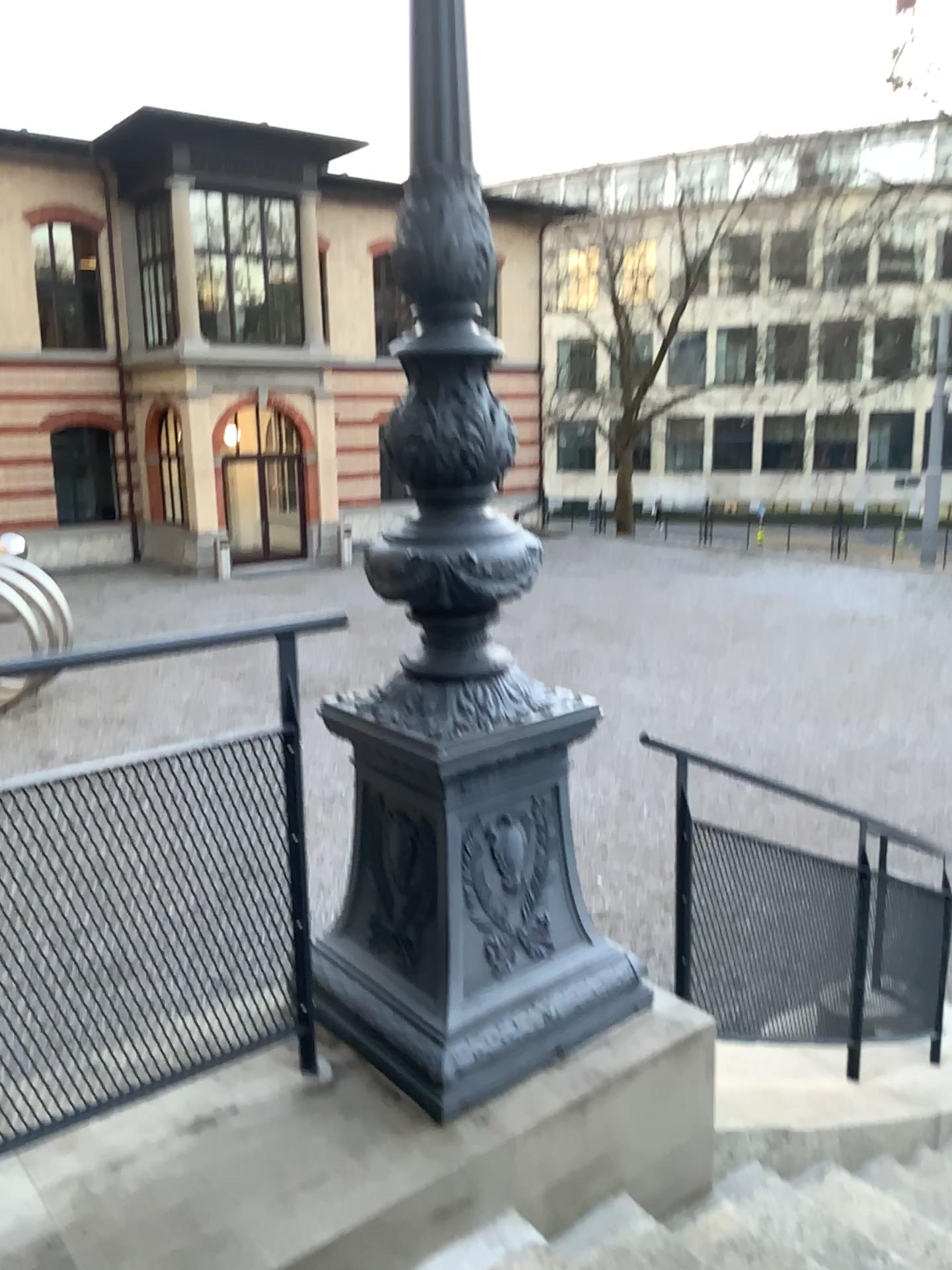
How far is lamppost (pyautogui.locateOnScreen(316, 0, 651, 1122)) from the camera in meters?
2.1

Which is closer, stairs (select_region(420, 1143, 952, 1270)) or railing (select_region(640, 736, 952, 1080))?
stairs (select_region(420, 1143, 952, 1270))

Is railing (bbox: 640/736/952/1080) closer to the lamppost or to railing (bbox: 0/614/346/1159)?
the lamppost

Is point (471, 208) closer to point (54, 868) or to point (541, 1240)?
point (54, 868)

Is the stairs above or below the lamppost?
below

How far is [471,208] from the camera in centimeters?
213cm

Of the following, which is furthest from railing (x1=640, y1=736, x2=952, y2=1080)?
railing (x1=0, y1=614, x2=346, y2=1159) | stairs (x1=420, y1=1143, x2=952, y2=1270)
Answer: railing (x1=0, y1=614, x2=346, y2=1159)

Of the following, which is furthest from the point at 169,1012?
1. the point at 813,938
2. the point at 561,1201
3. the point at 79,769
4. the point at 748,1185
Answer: the point at 813,938

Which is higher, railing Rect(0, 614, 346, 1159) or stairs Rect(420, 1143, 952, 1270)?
railing Rect(0, 614, 346, 1159)

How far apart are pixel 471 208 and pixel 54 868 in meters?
1.5
